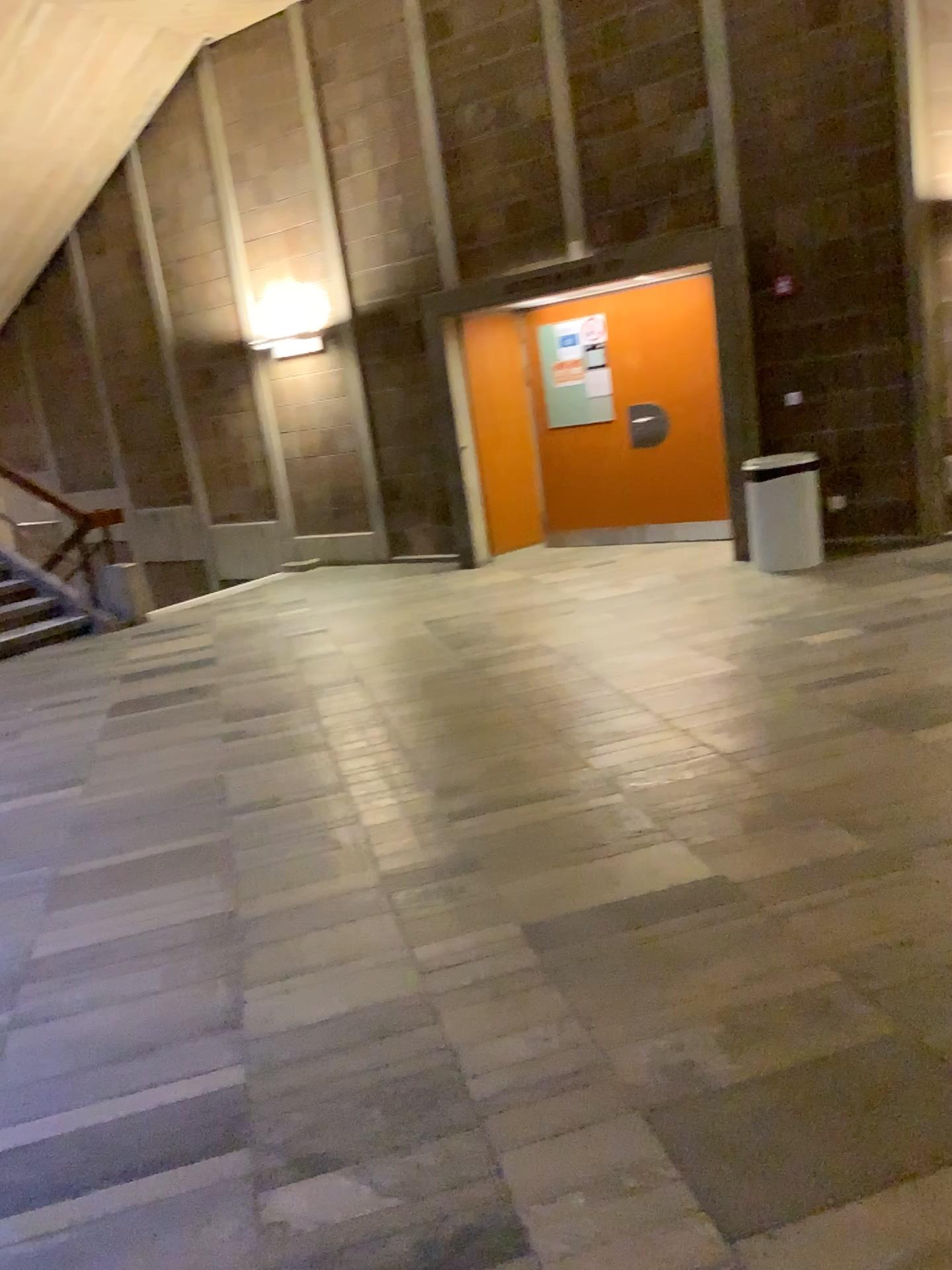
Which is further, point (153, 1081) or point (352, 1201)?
point (153, 1081)
